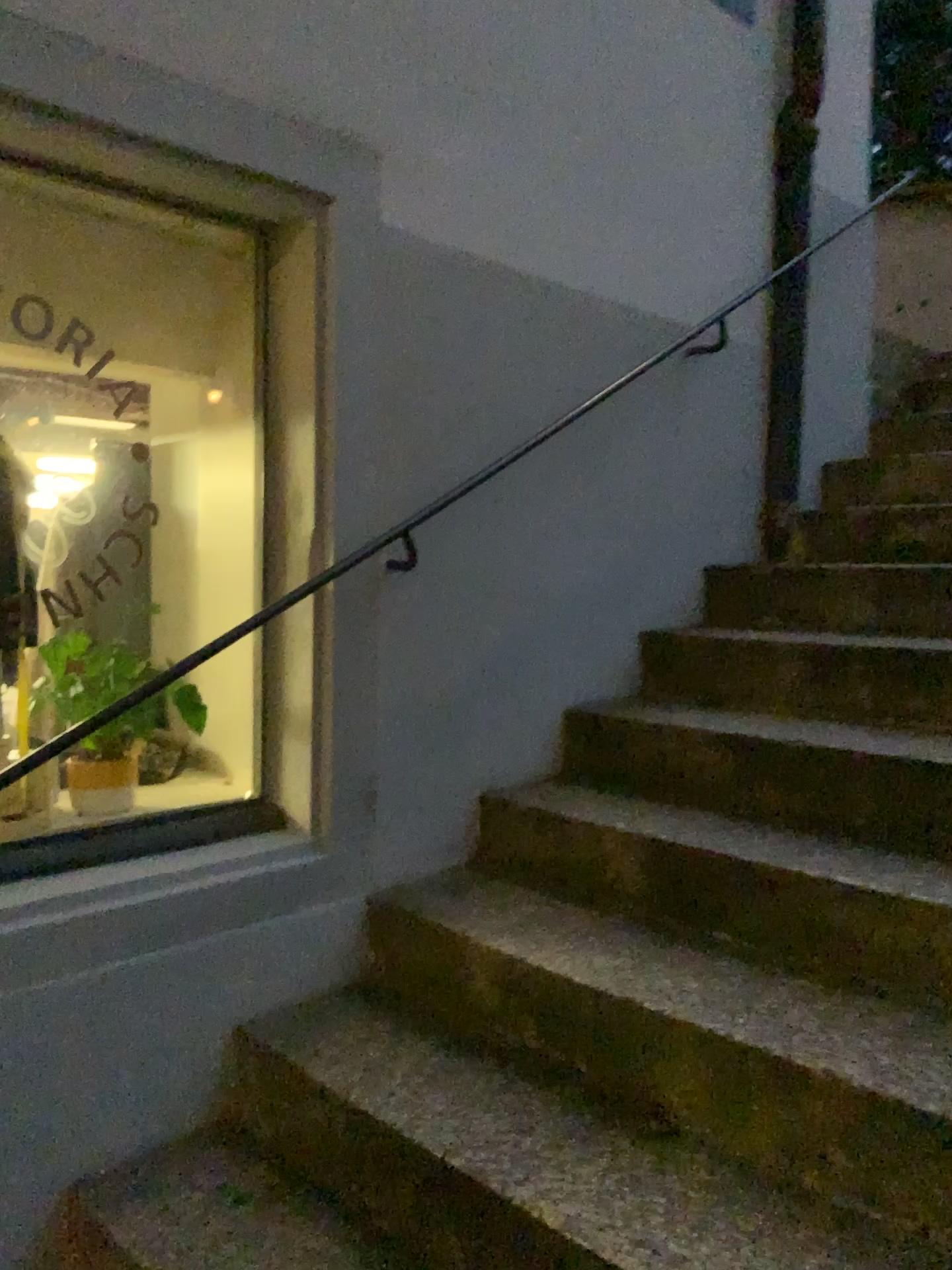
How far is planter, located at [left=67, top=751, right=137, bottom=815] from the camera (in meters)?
2.07

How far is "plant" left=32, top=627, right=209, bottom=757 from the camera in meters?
2.1 m

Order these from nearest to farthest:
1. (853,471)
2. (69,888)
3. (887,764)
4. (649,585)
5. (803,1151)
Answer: (803,1151), (69,888), (887,764), (649,585), (853,471)

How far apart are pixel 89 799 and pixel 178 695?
0.3m

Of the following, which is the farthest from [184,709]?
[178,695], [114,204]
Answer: [114,204]

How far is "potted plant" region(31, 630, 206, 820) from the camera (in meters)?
Result: 2.09

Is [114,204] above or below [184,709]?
above
